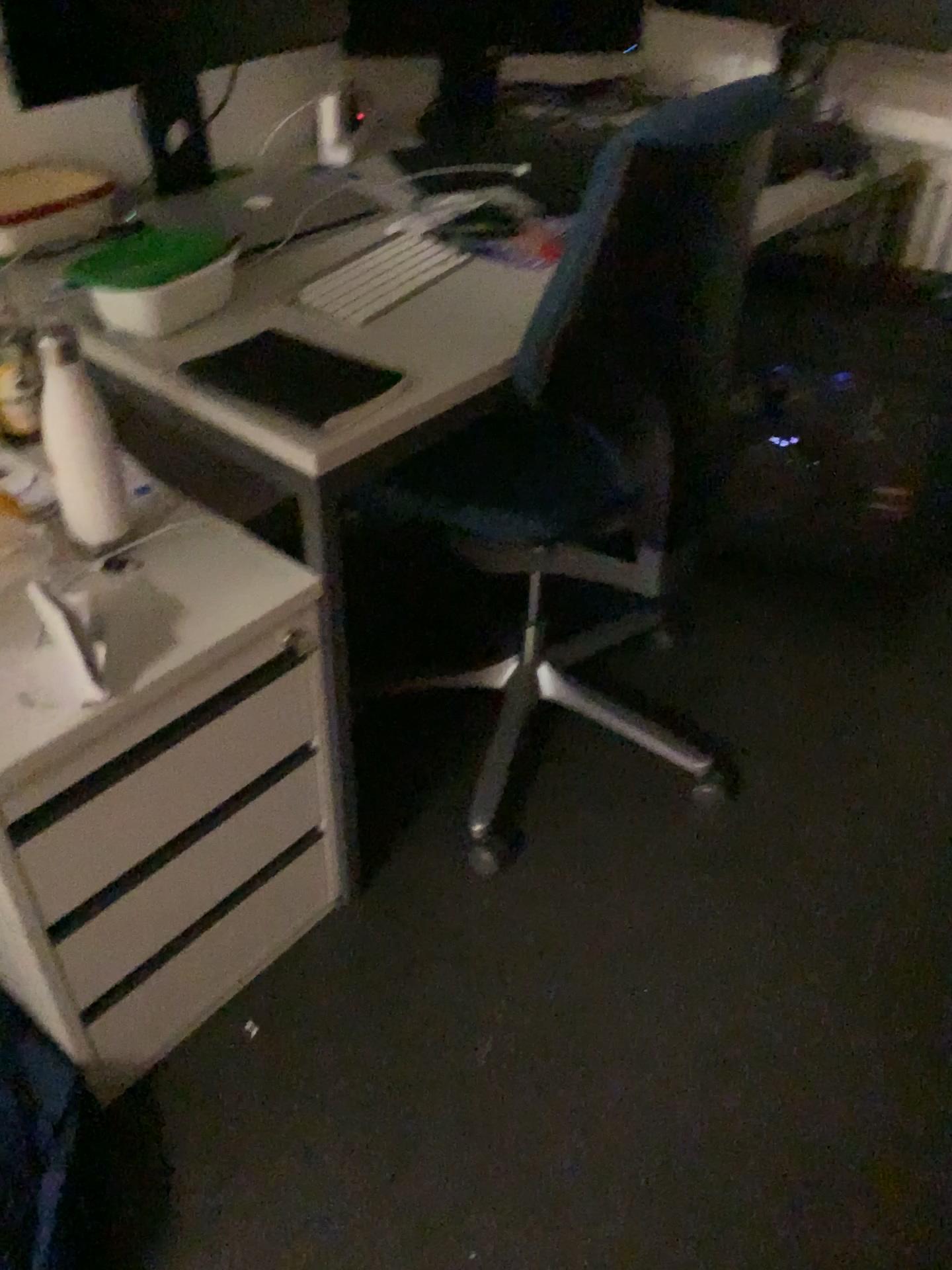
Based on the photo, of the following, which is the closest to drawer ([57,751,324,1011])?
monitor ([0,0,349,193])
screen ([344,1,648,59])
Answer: monitor ([0,0,349,193])

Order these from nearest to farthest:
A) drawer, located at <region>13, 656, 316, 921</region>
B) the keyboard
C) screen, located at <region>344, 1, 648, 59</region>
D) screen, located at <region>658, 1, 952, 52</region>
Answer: drawer, located at <region>13, 656, 316, 921</region>, the keyboard, screen, located at <region>344, 1, 648, 59</region>, screen, located at <region>658, 1, 952, 52</region>

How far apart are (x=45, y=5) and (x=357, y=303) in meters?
0.6

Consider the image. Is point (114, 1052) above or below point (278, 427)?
below

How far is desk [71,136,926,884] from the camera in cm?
112

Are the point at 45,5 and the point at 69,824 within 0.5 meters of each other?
no

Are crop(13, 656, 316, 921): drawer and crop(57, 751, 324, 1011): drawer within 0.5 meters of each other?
yes

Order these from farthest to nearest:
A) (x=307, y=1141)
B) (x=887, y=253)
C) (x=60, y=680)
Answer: (x=887, y=253) → (x=307, y=1141) → (x=60, y=680)

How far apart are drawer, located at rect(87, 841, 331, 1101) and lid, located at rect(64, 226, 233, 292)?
0.8m

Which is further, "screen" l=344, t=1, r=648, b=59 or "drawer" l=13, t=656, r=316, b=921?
"screen" l=344, t=1, r=648, b=59
